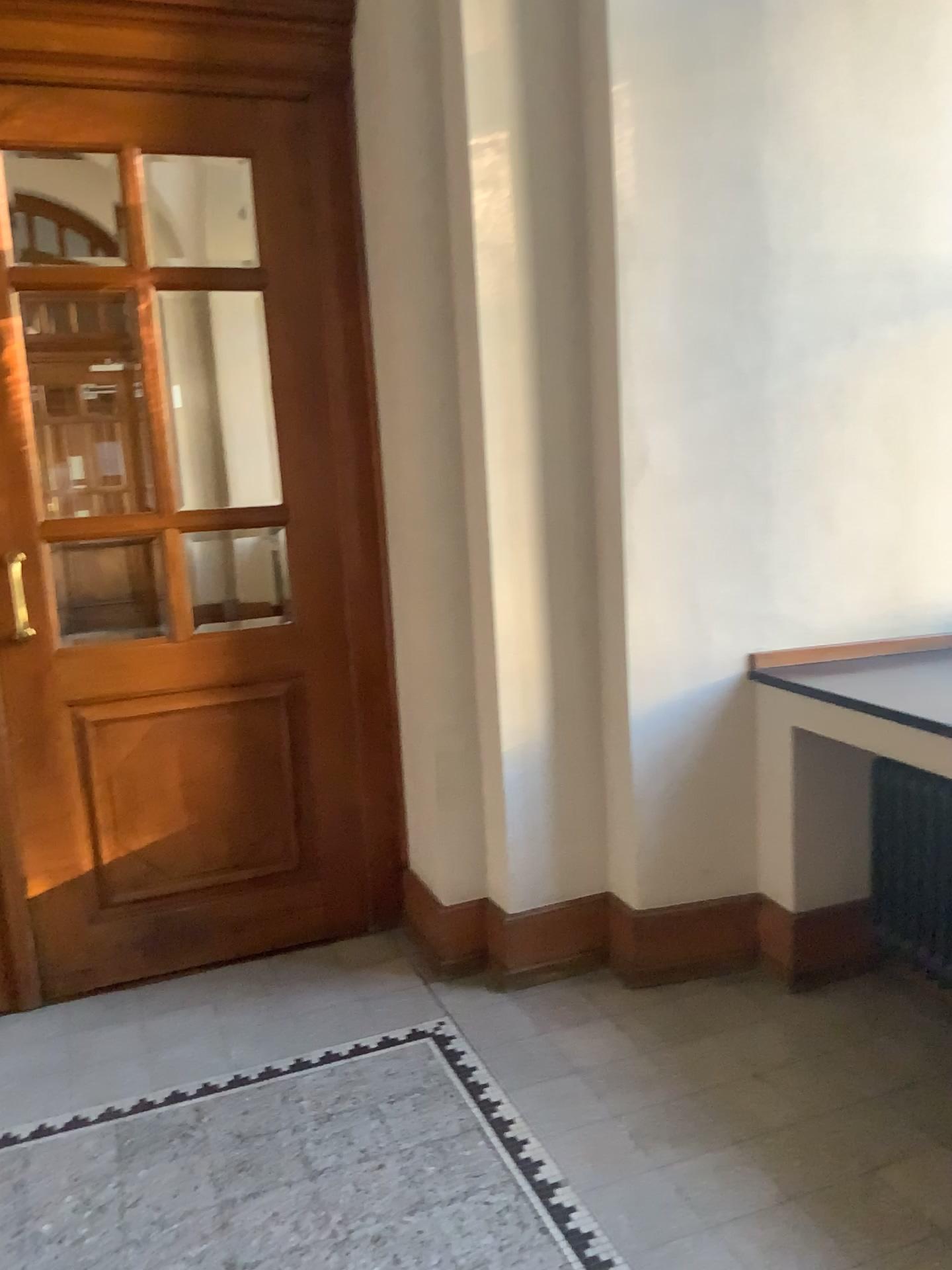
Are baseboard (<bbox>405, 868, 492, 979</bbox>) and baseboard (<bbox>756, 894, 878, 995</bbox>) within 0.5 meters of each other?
no

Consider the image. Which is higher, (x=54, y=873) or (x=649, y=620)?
(x=649, y=620)

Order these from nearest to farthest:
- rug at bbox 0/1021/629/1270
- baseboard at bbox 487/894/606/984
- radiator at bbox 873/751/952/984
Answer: rug at bbox 0/1021/629/1270
radiator at bbox 873/751/952/984
baseboard at bbox 487/894/606/984

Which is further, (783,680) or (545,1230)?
(783,680)

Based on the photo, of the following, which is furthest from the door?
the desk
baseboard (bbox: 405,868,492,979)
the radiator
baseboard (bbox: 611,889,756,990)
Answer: the radiator

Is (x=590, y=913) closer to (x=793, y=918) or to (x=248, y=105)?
(x=793, y=918)

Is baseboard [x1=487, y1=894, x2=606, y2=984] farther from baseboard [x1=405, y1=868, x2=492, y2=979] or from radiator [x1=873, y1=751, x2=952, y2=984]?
radiator [x1=873, y1=751, x2=952, y2=984]

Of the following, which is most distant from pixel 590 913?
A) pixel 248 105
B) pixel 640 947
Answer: pixel 248 105

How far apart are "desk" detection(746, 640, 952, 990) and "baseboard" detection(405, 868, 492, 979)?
0.9 meters

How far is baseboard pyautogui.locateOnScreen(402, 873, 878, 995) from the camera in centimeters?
303cm
